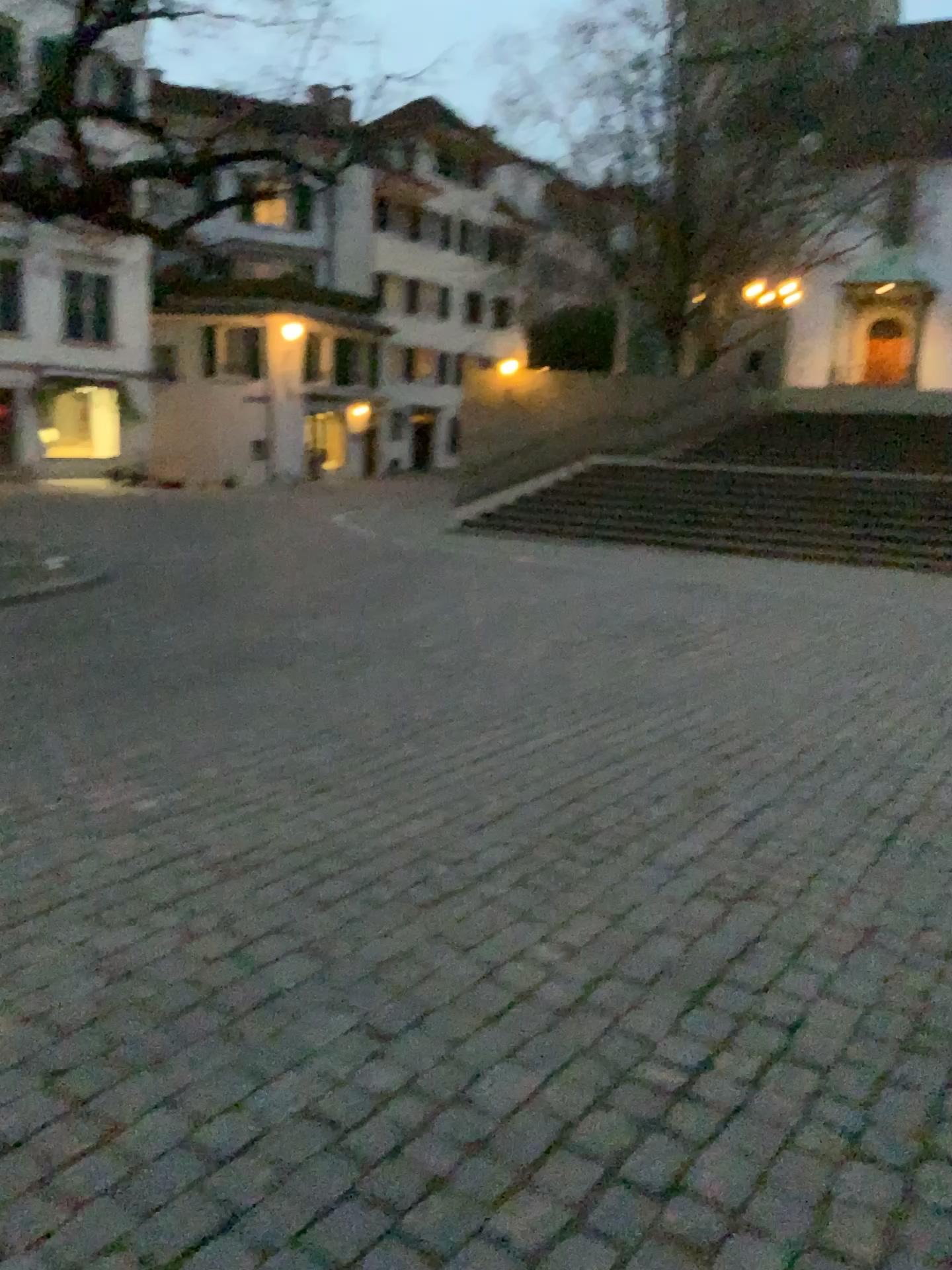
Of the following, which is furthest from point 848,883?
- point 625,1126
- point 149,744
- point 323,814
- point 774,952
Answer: point 149,744
